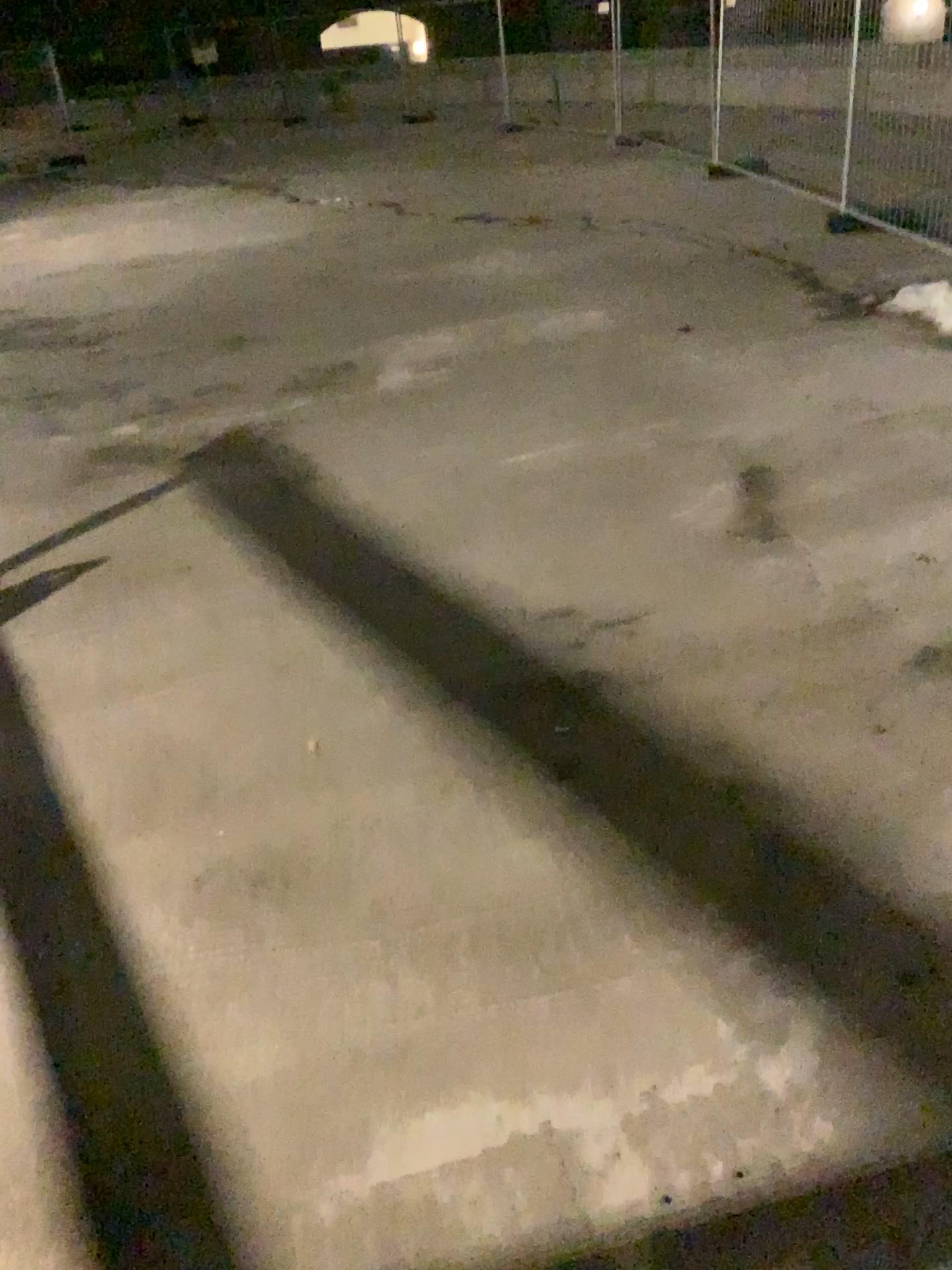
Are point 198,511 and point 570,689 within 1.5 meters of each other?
no
